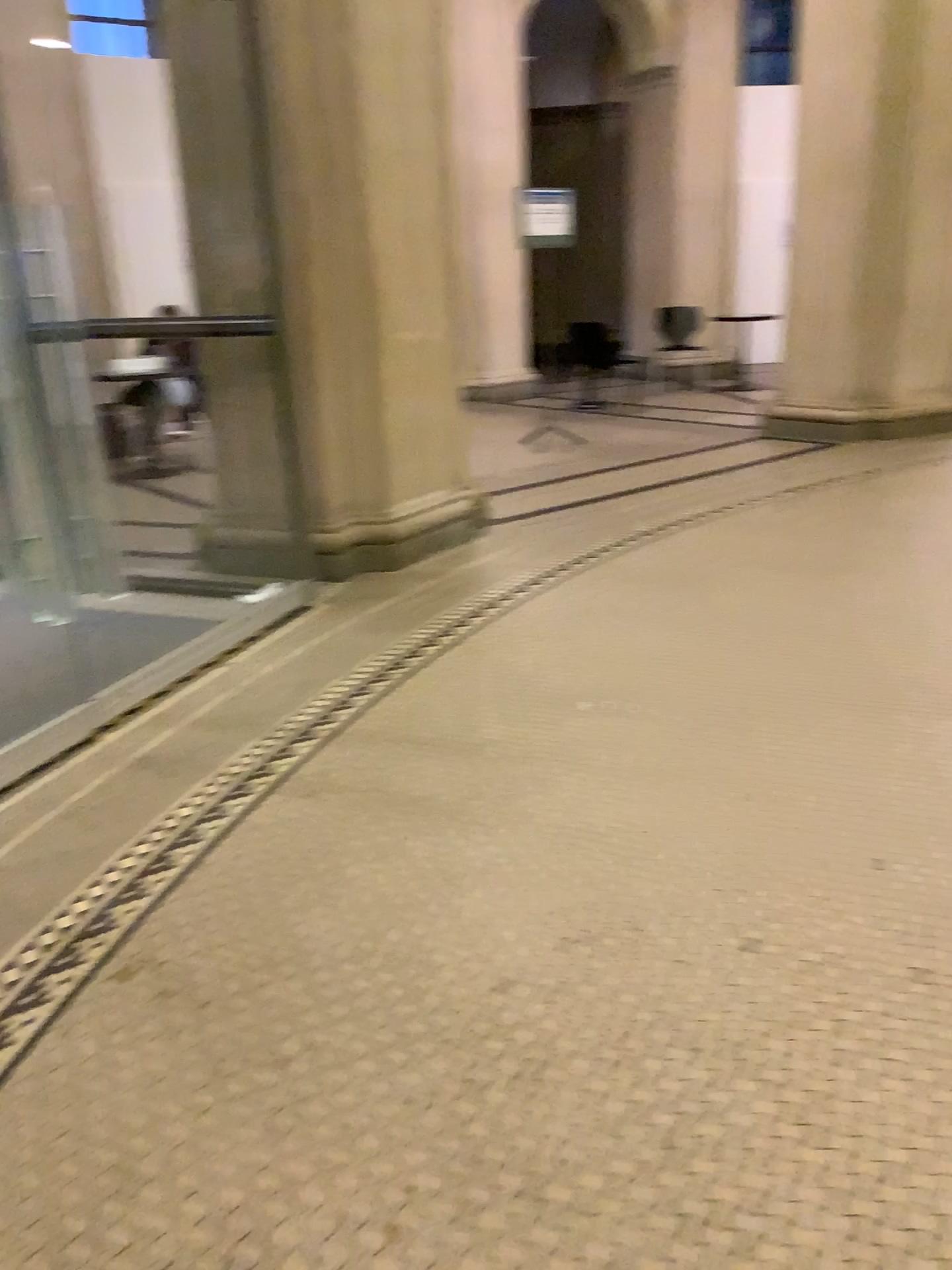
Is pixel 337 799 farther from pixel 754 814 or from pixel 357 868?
pixel 754 814
